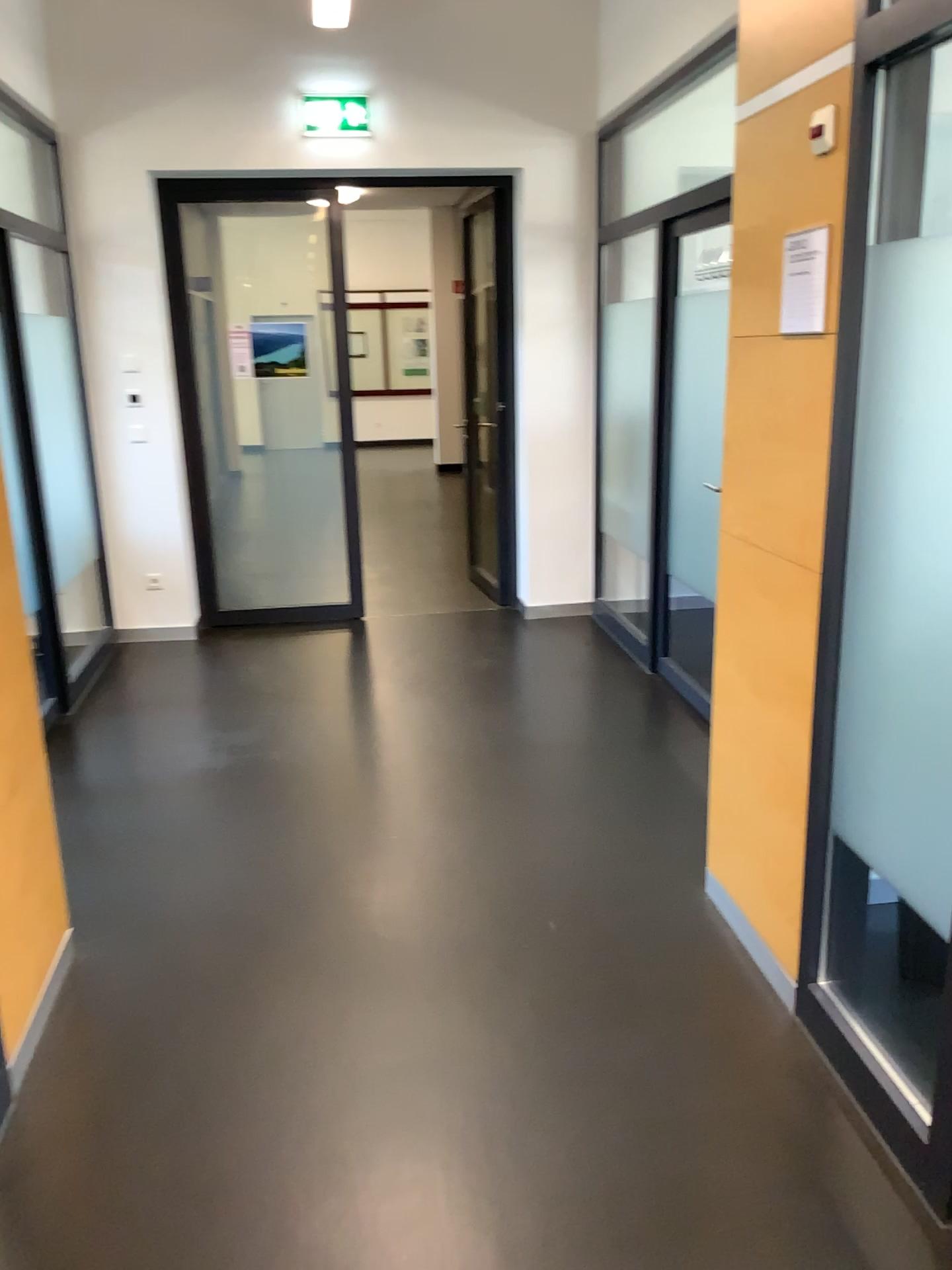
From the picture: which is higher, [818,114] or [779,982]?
[818,114]

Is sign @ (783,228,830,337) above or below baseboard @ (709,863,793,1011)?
above

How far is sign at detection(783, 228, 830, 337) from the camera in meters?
Answer: 2.3 m

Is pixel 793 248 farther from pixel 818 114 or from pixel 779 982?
pixel 779 982

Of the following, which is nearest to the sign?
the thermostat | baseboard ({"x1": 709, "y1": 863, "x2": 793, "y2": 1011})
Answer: the thermostat

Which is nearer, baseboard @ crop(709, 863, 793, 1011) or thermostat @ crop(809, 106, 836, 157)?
thermostat @ crop(809, 106, 836, 157)

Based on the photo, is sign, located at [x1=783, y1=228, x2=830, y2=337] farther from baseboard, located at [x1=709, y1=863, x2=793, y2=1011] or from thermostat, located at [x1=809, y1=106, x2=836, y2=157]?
baseboard, located at [x1=709, y1=863, x2=793, y2=1011]

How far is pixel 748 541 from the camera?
2.5m

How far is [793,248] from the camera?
2.3 meters
